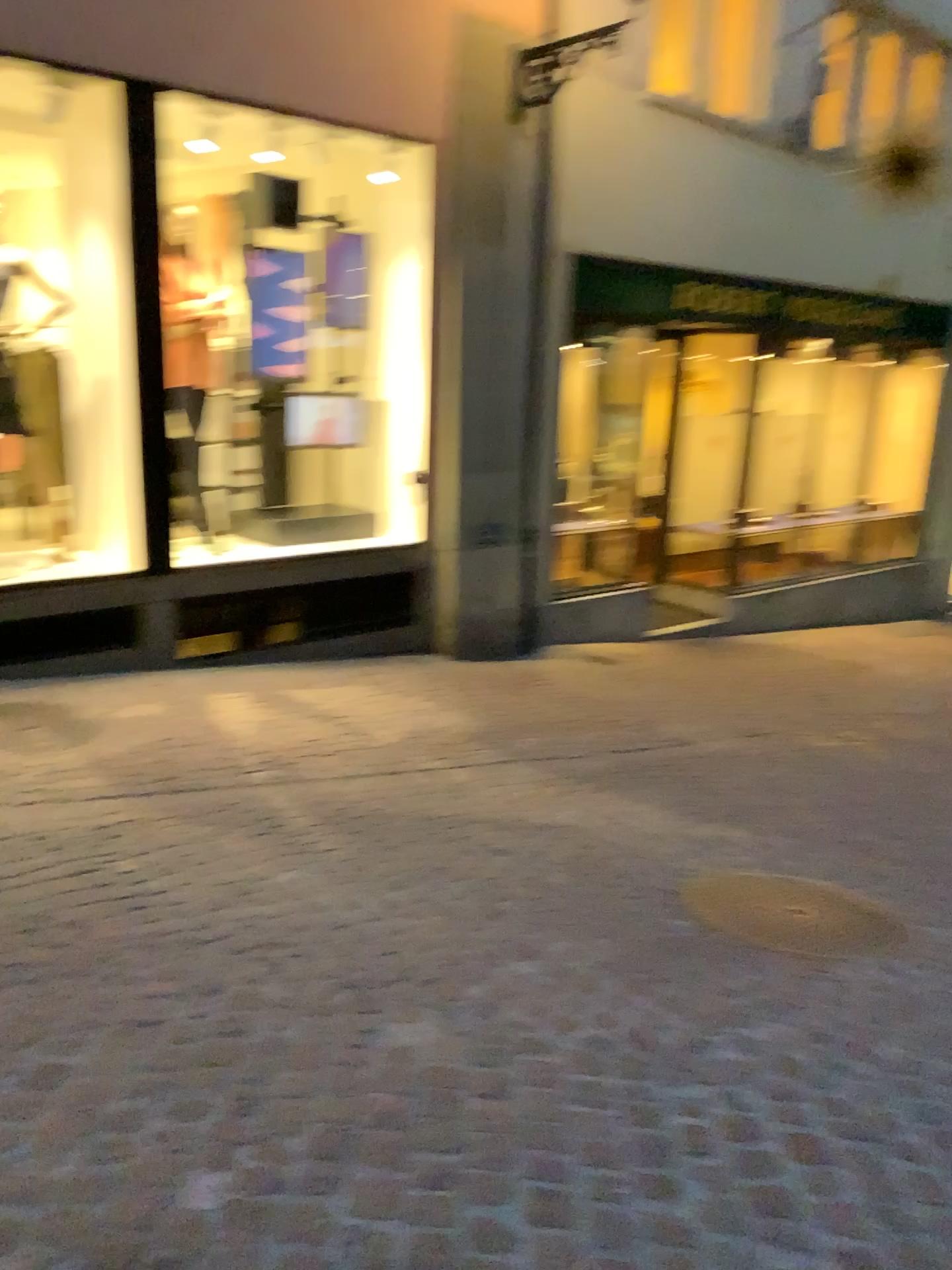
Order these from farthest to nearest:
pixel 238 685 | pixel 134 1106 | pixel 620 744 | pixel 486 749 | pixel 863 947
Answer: pixel 238 685 < pixel 620 744 < pixel 486 749 < pixel 863 947 < pixel 134 1106
